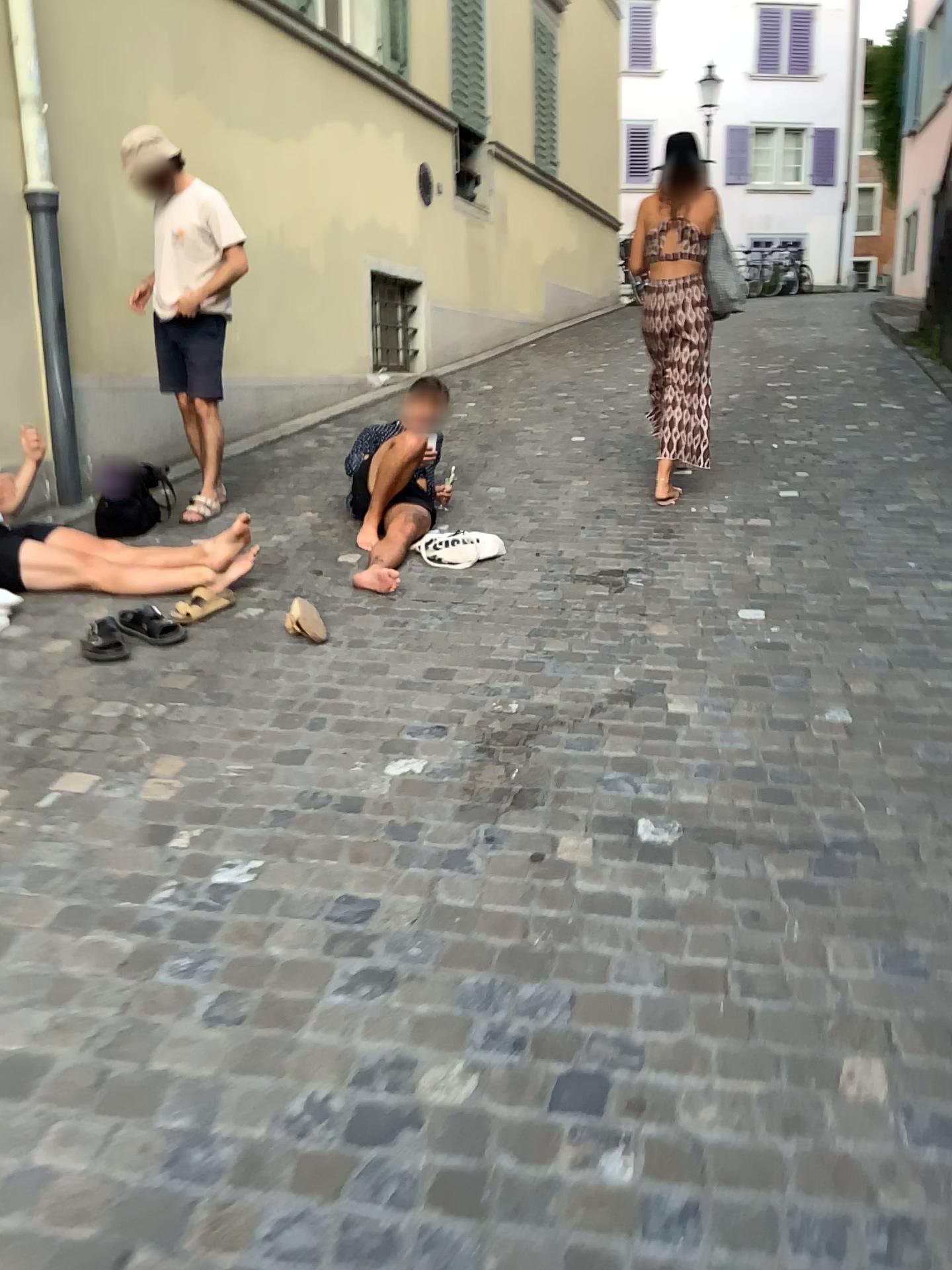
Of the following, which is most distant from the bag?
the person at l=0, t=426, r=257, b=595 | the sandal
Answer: the sandal

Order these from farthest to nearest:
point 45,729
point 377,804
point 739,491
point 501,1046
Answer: point 739,491 < point 45,729 < point 377,804 < point 501,1046

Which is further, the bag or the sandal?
the bag

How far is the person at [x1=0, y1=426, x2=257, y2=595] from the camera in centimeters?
374cm

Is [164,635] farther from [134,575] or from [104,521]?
[104,521]

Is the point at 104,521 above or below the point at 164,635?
above

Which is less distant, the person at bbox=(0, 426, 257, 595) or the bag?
the person at bbox=(0, 426, 257, 595)

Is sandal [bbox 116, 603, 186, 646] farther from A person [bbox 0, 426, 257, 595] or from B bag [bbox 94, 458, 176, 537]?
B bag [bbox 94, 458, 176, 537]

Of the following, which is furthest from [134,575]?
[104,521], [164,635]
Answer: [104,521]
